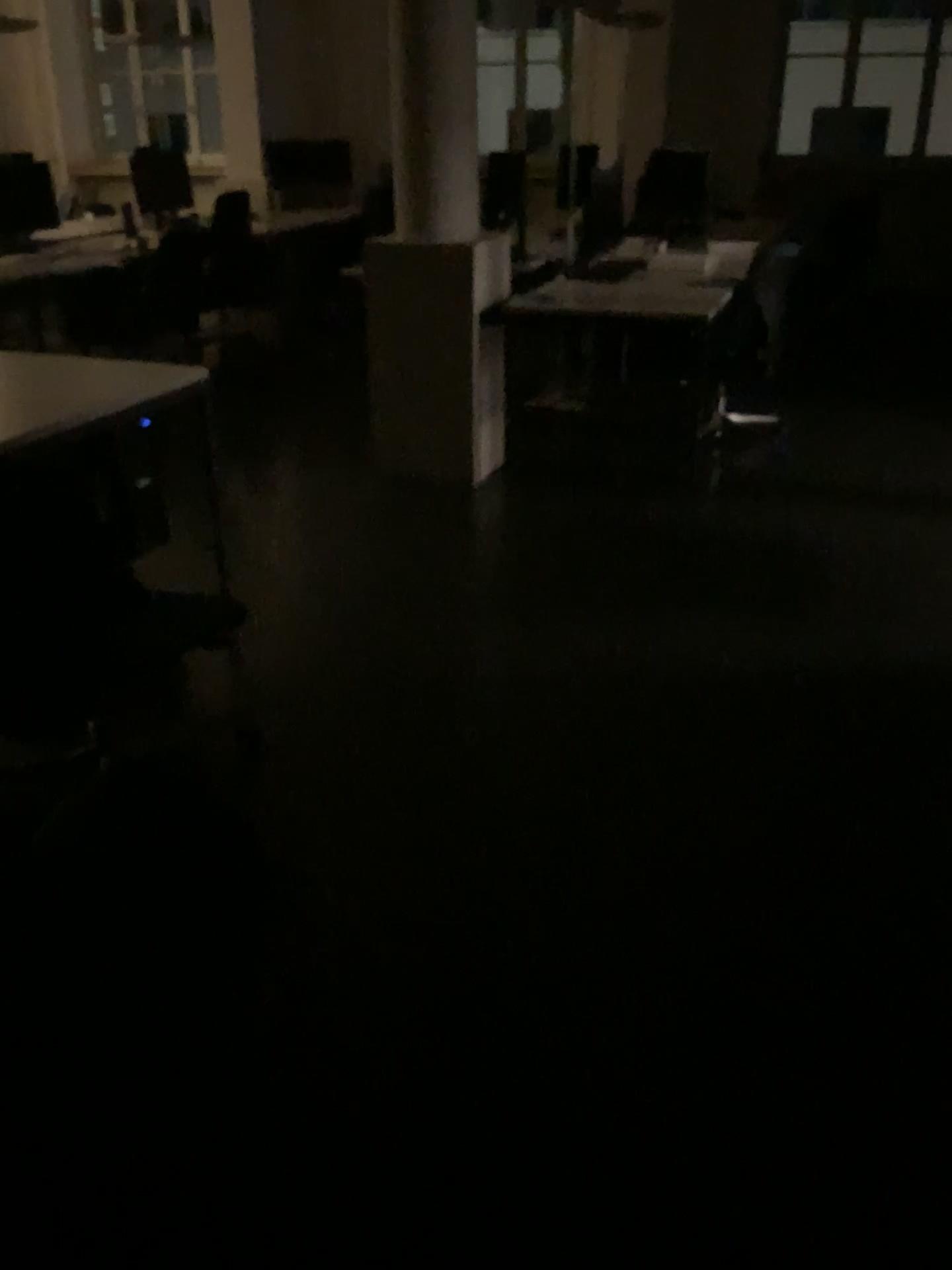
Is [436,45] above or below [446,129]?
above

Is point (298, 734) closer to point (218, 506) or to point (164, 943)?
point (164, 943)
